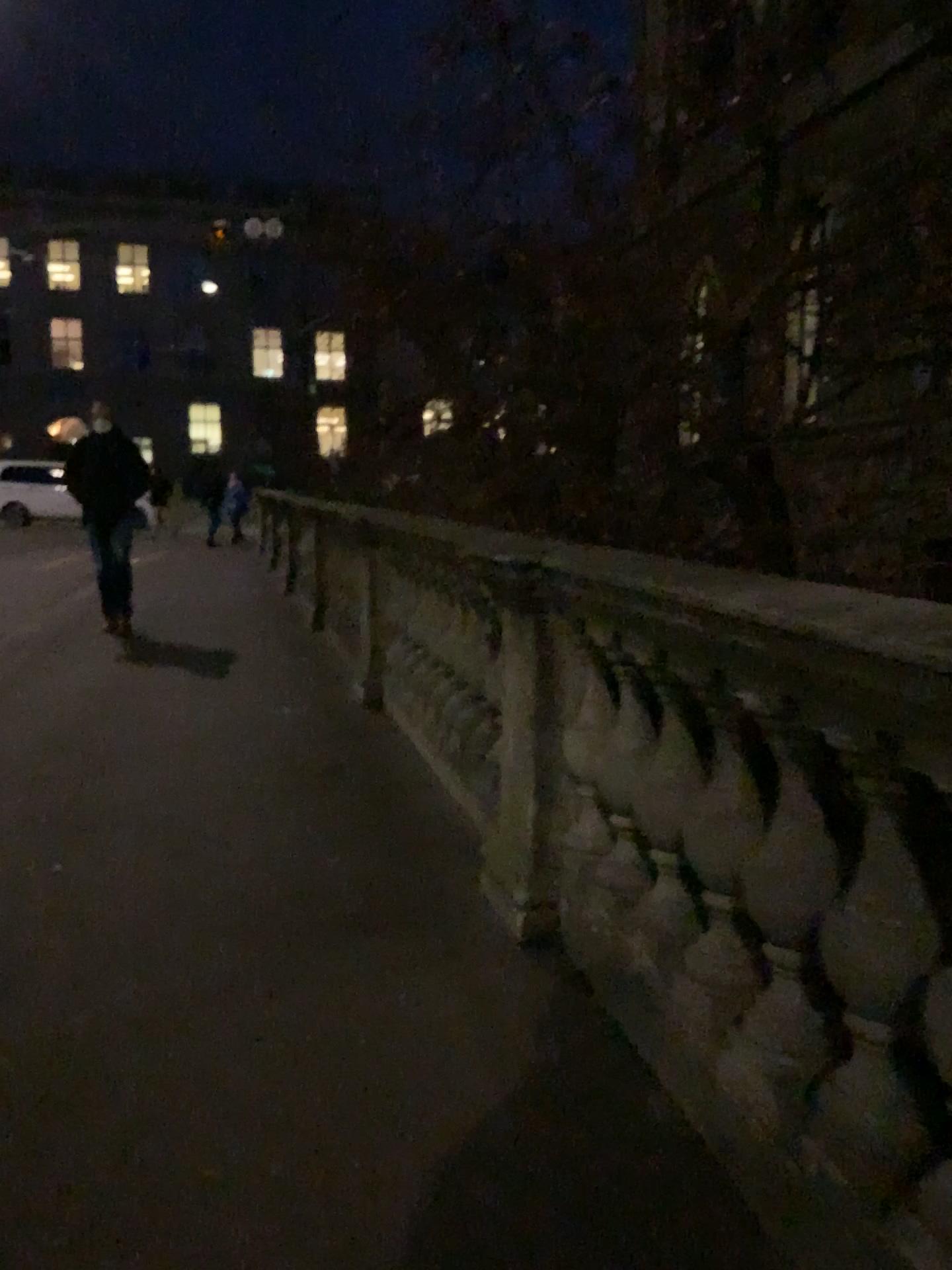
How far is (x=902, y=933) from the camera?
1.53m

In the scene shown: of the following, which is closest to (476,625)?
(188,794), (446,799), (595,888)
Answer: (446,799)

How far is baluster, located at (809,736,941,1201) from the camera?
1.53m
